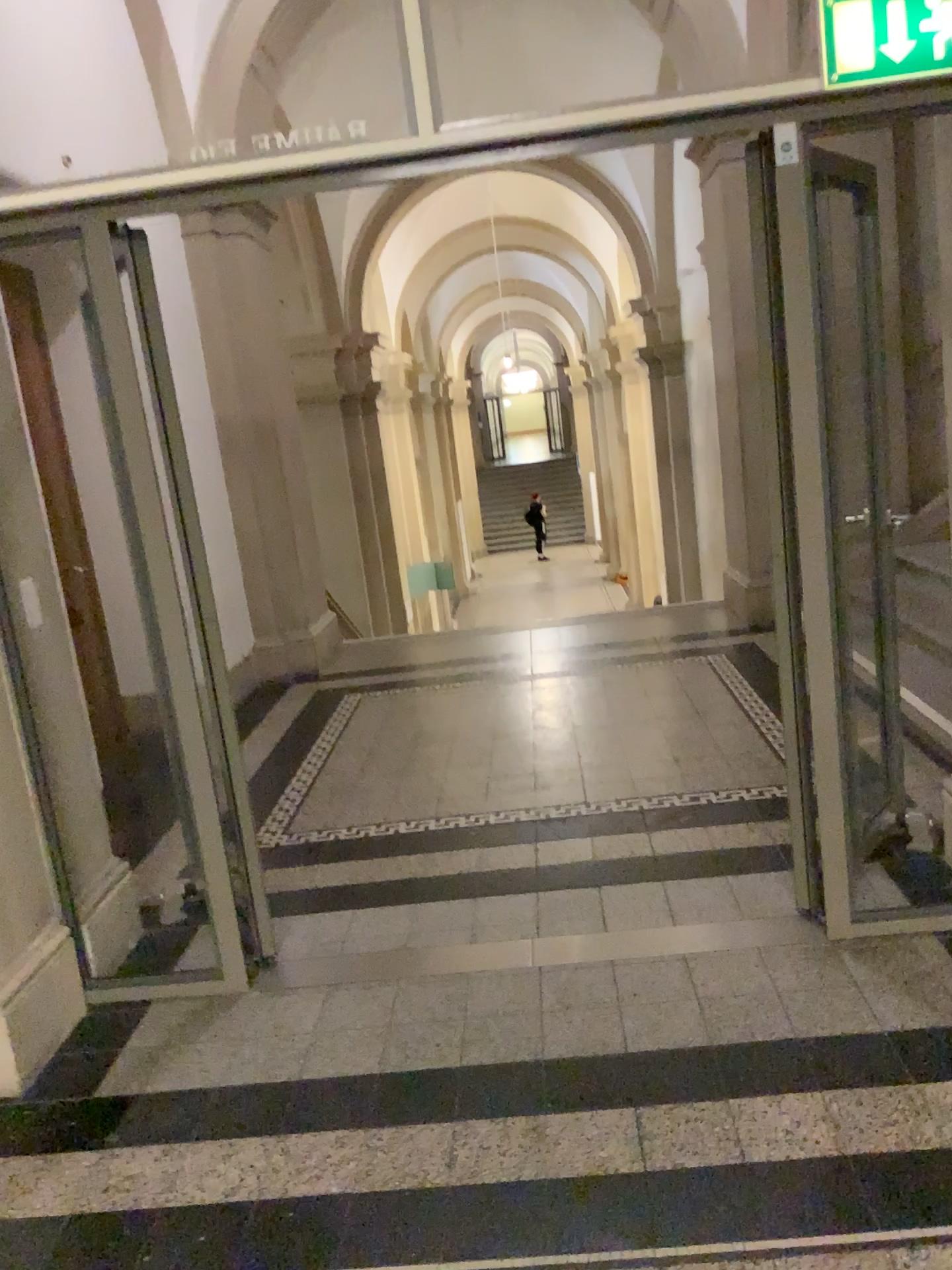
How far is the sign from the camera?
2.4 meters

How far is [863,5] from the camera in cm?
239

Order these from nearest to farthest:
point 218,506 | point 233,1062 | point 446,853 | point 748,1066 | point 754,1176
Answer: point 754,1176
point 748,1066
point 233,1062
point 446,853
point 218,506
